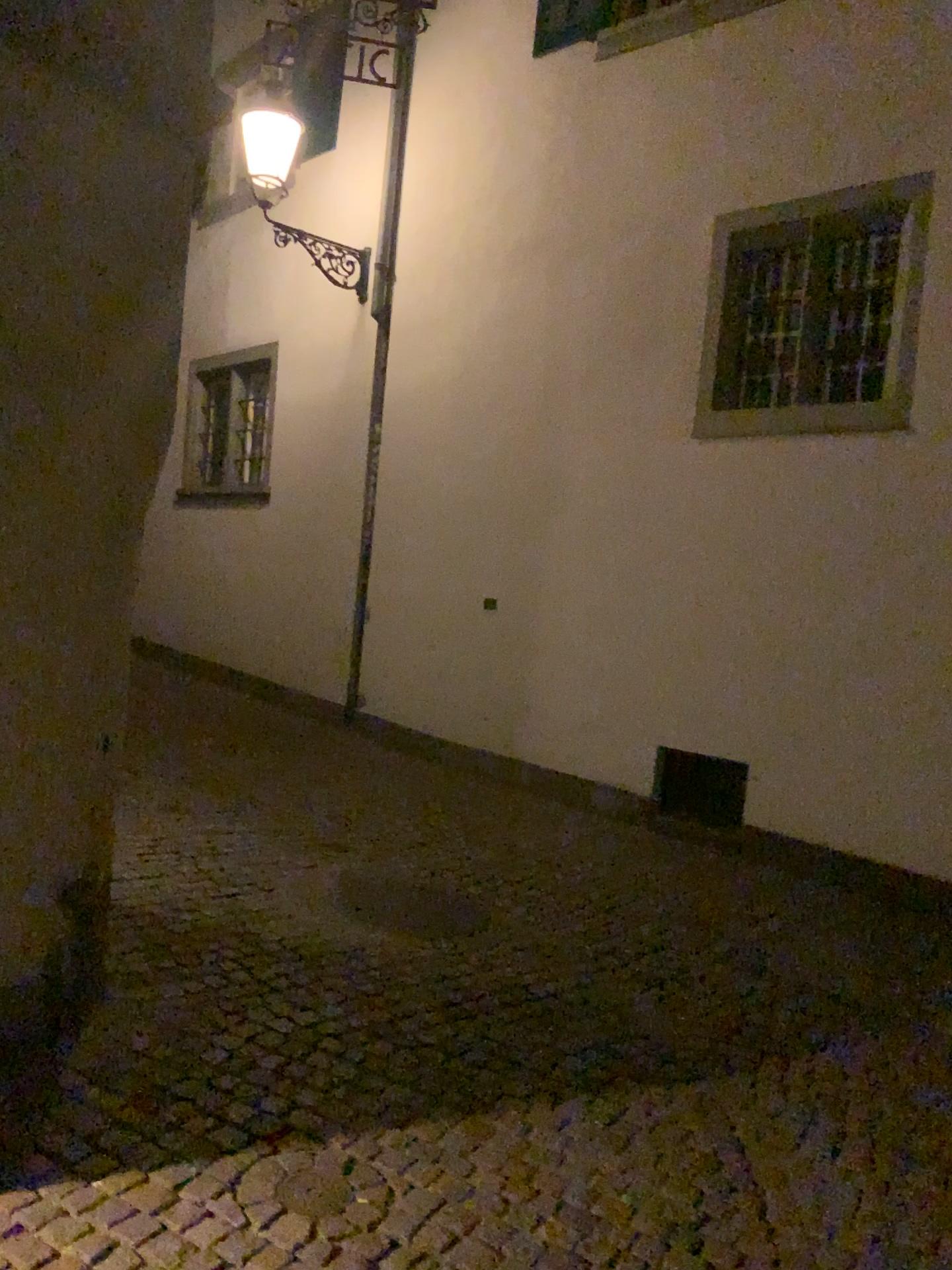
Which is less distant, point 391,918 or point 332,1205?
point 332,1205

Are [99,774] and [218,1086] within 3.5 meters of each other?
yes

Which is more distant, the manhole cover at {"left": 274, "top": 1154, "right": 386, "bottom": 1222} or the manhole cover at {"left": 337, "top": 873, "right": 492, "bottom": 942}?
the manhole cover at {"left": 337, "top": 873, "right": 492, "bottom": 942}
